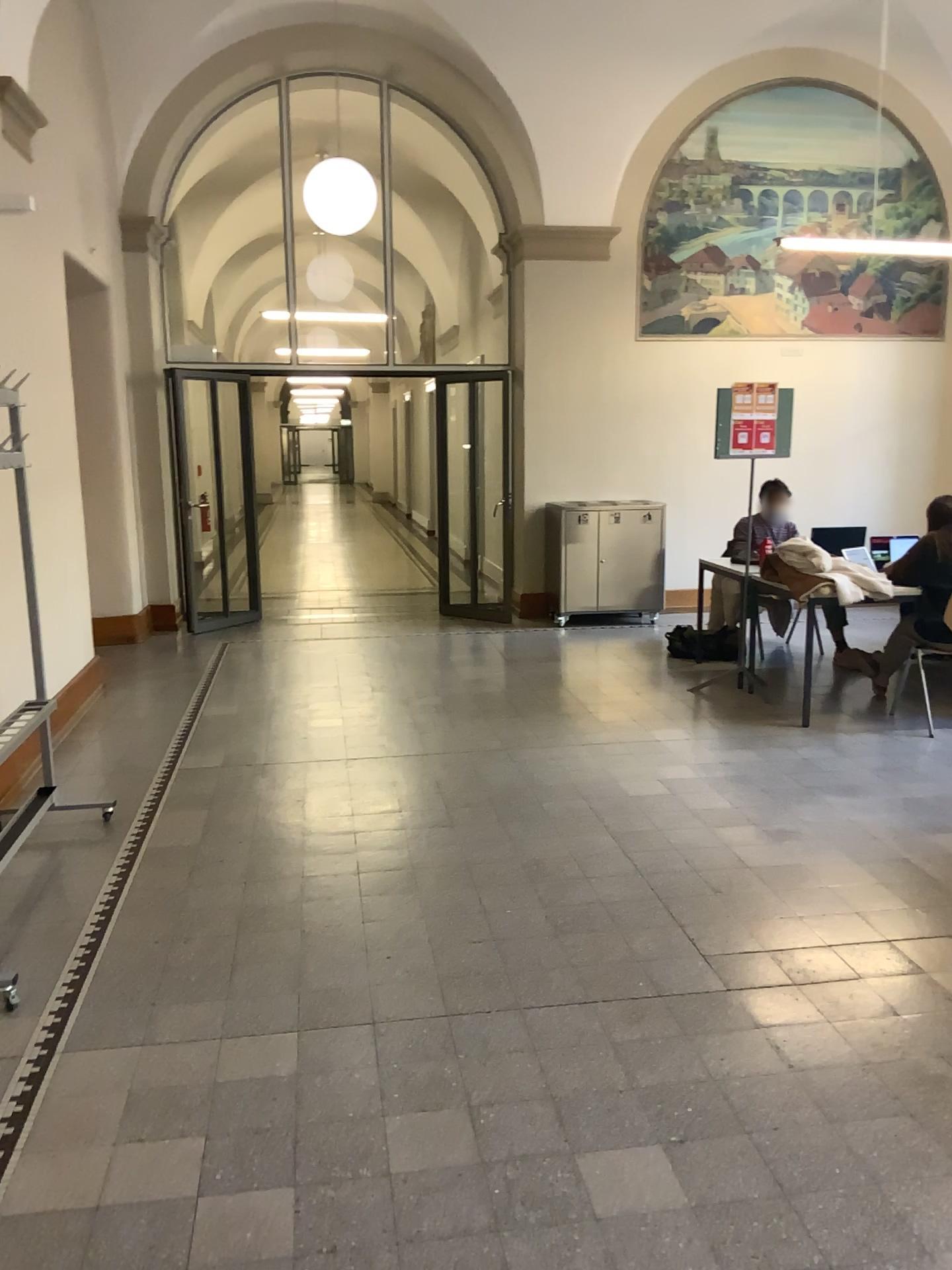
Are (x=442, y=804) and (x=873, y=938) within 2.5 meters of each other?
yes
